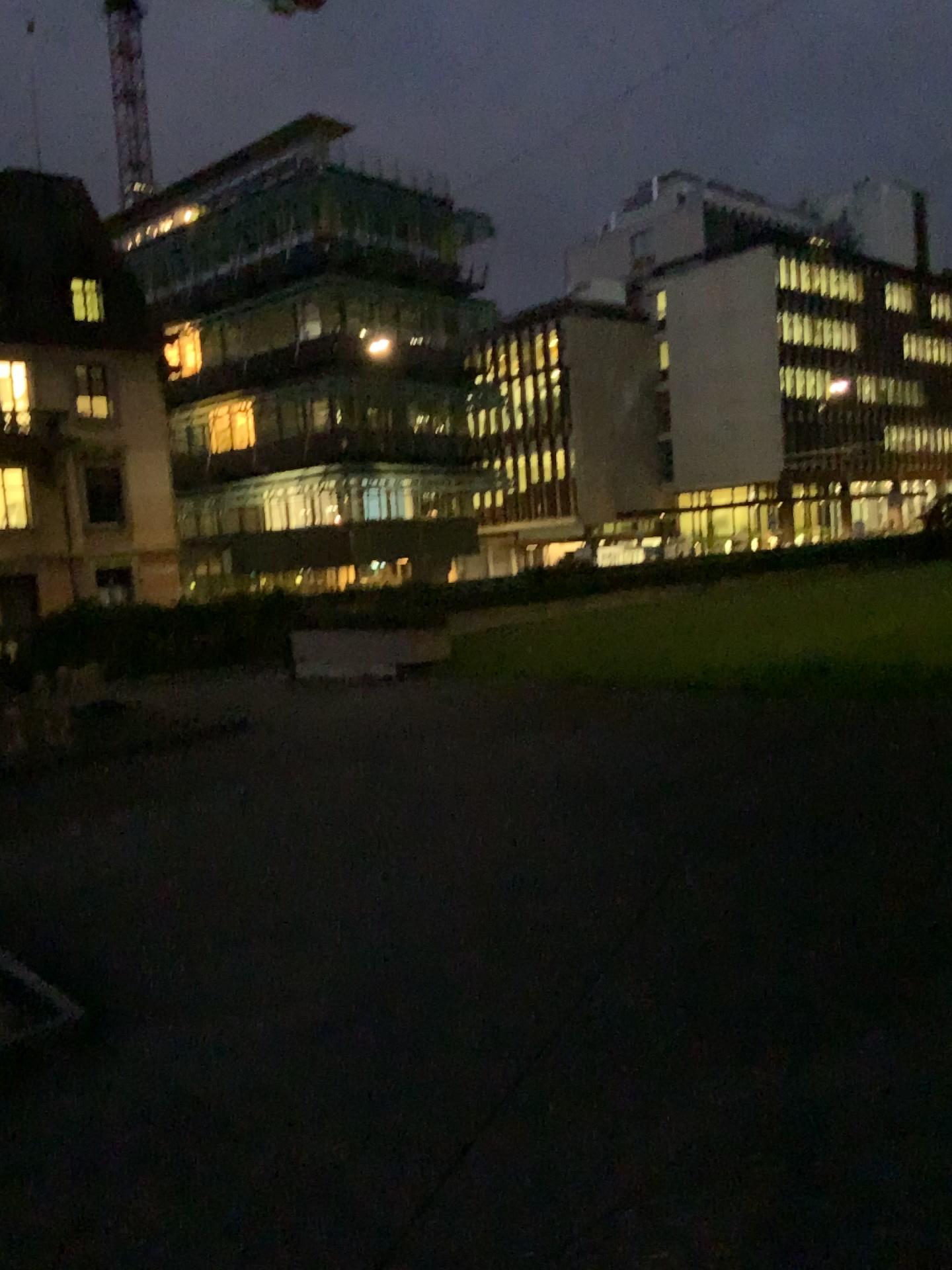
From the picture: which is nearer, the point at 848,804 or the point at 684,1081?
the point at 684,1081
